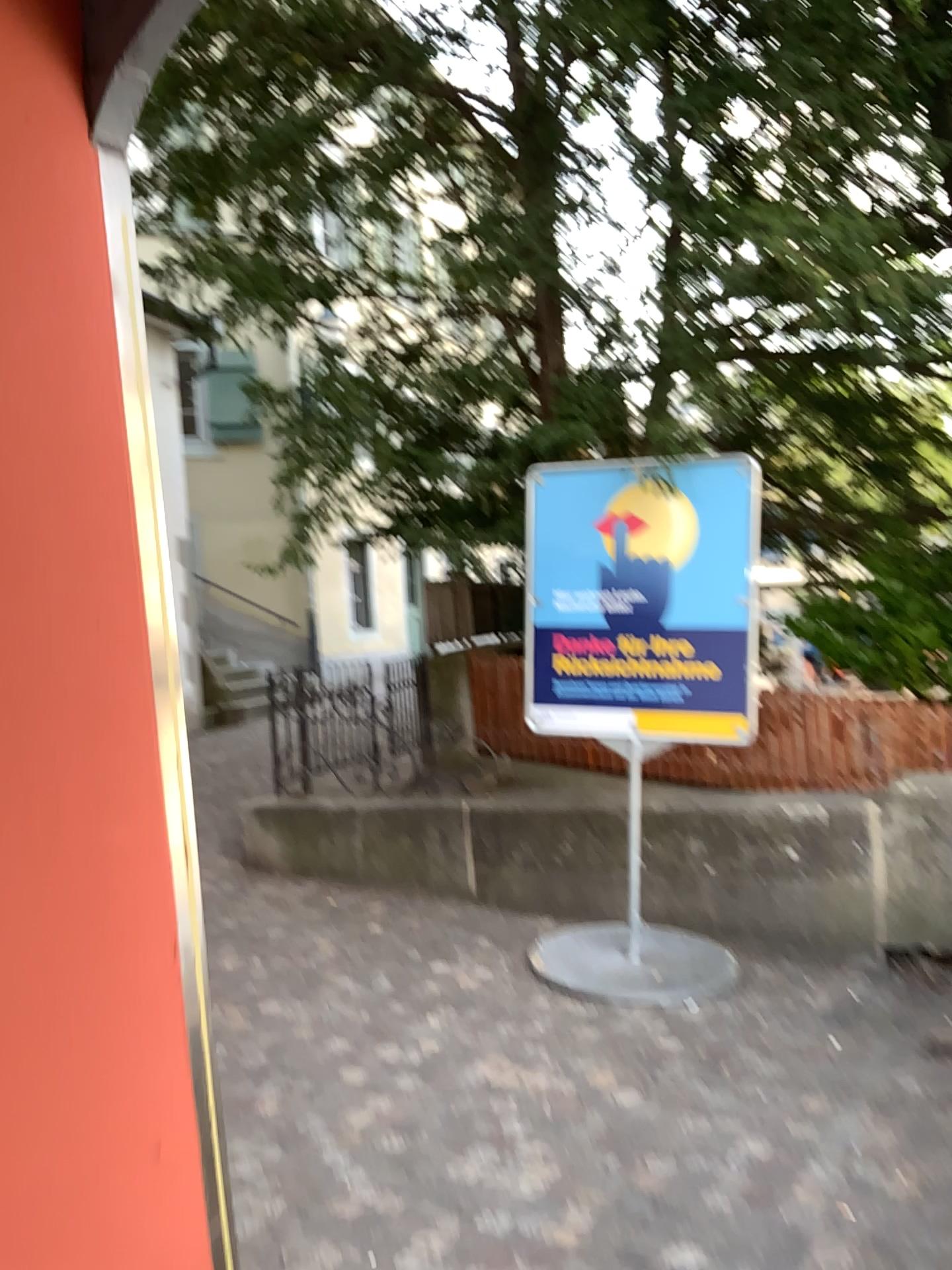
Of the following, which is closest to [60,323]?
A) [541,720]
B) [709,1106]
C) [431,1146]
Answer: [431,1146]

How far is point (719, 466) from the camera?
4.7m

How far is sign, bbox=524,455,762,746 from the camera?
4.7 meters
